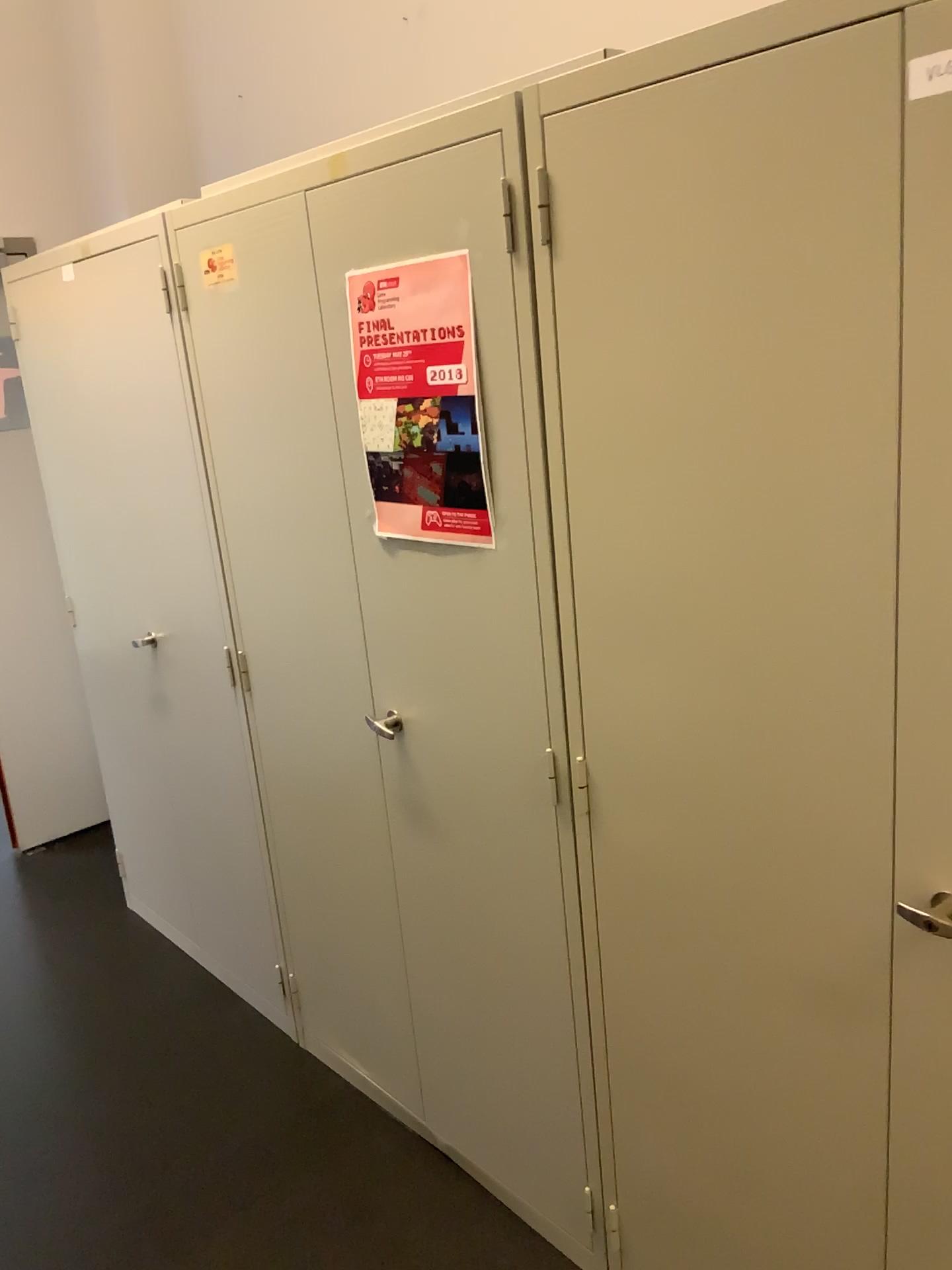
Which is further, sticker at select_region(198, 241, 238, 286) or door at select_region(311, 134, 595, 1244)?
sticker at select_region(198, 241, 238, 286)

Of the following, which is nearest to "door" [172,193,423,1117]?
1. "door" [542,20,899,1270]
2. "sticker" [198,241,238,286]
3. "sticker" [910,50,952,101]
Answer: "sticker" [198,241,238,286]

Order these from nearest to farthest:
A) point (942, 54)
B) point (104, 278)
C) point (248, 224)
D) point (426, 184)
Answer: point (942, 54)
point (426, 184)
point (248, 224)
point (104, 278)

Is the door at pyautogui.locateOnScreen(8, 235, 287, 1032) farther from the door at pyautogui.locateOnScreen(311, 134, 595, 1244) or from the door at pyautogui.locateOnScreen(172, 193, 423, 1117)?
the door at pyautogui.locateOnScreen(311, 134, 595, 1244)

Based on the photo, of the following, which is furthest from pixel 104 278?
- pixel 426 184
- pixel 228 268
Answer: pixel 426 184

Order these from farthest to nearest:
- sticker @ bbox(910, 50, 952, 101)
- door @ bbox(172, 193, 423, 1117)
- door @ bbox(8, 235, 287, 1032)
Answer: door @ bbox(8, 235, 287, 1032), door @ bbox(172, 193, 423, 1117), sticker @ bbox(910, 50, 952, 101)

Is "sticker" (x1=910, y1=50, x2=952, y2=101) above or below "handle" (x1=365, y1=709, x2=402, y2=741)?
above

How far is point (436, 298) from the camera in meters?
1.5

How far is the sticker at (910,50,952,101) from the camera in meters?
1.0 m

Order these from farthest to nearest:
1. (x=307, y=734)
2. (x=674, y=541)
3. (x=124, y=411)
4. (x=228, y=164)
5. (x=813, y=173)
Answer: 1. (x=228, y=164)
2. (x=124, y=411)
3. (x=307, y=734)
4. (x=674, y=541)
5. (x=813, y=173)
